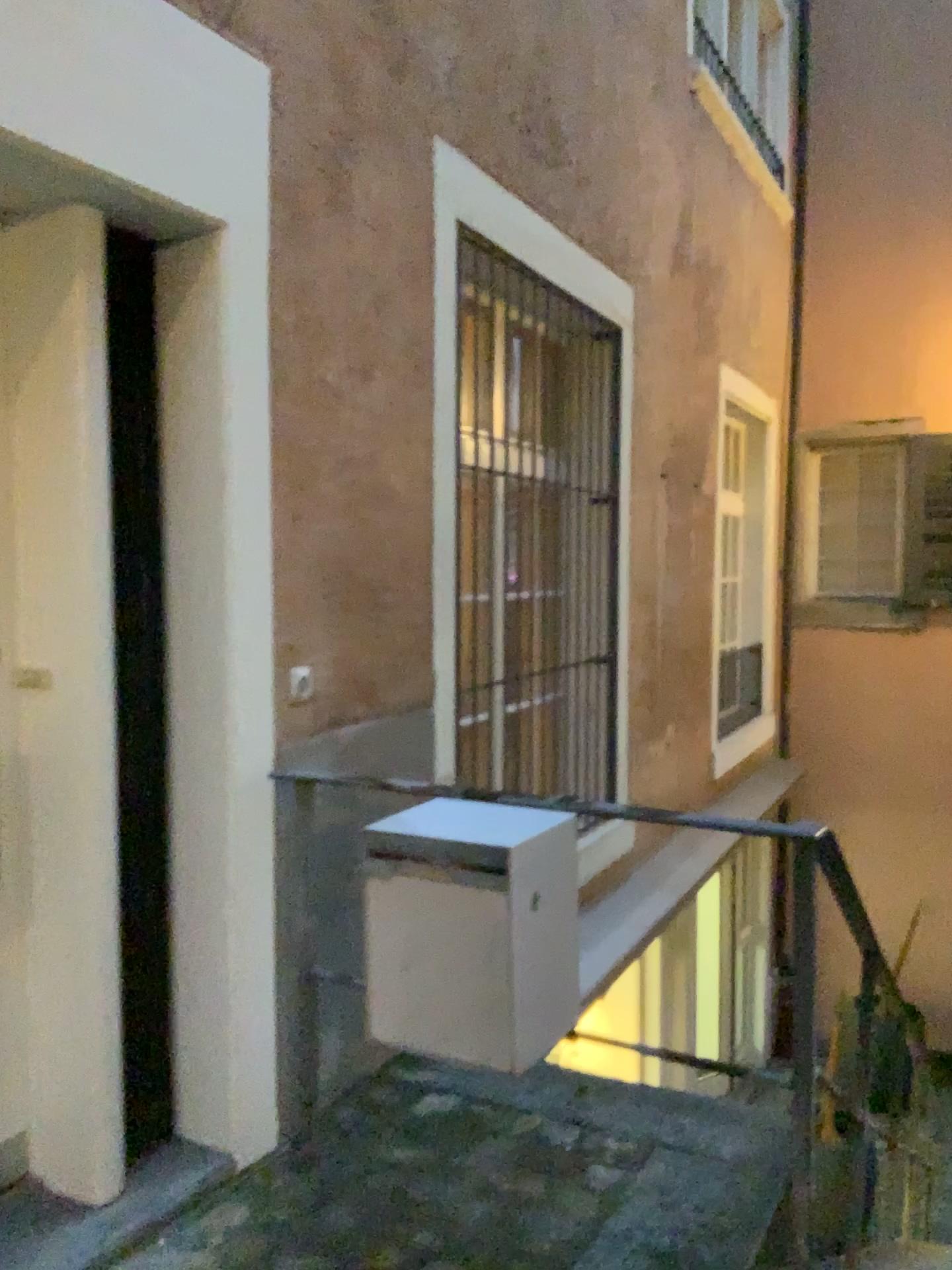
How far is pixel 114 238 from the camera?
2.23m

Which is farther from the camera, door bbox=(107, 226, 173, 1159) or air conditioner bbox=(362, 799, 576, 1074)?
door bbox=(107, 226, 173, 1159)

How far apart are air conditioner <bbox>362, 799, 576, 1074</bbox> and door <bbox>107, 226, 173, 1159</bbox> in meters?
0.6

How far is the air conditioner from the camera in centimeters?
184cm

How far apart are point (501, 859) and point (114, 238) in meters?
1.5

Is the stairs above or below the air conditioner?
below

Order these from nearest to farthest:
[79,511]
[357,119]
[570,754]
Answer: [79,511] → [357,119] → [570,754]

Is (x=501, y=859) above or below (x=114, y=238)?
below

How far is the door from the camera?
2.23m
